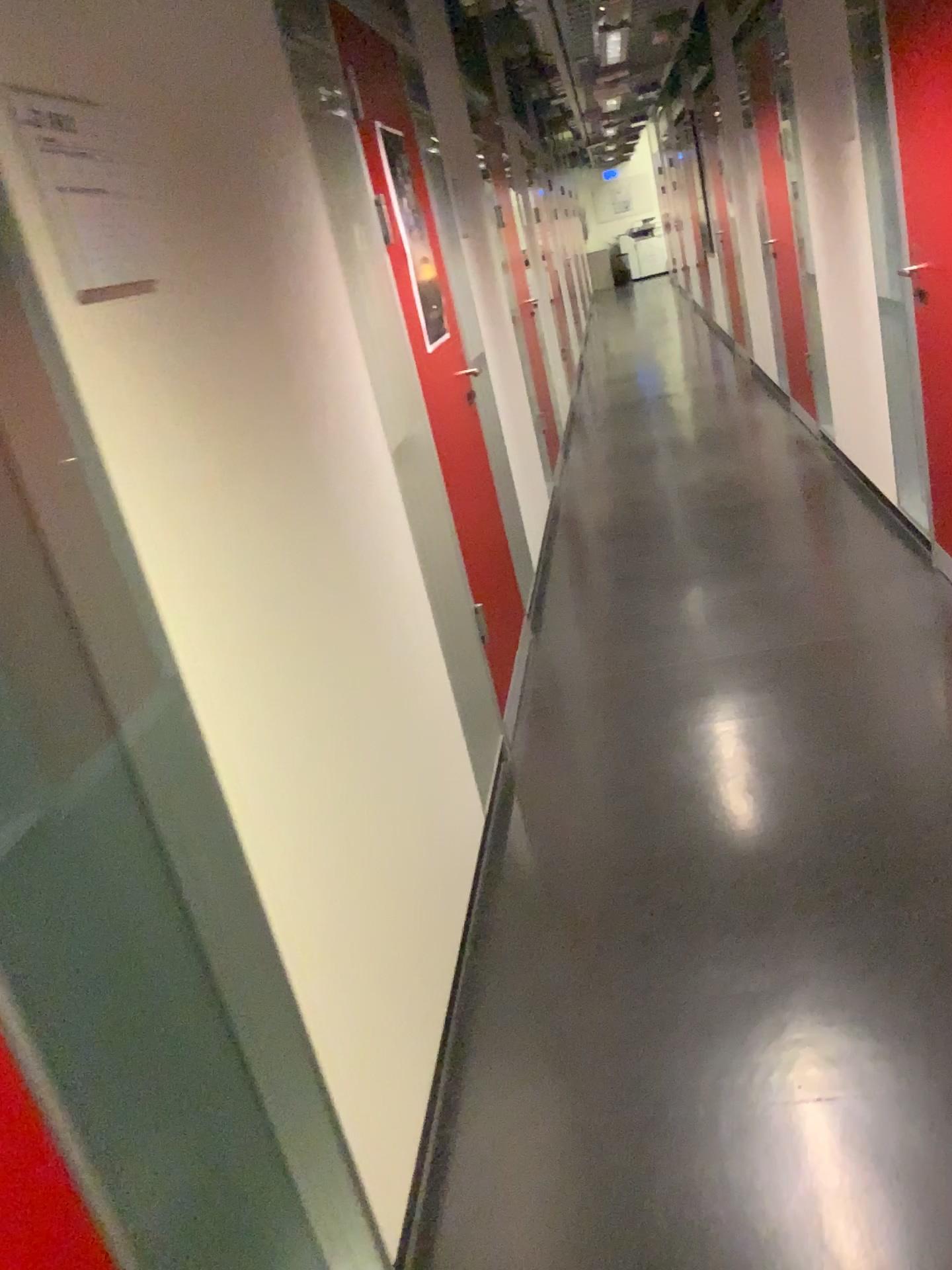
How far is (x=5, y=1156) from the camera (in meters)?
0.81

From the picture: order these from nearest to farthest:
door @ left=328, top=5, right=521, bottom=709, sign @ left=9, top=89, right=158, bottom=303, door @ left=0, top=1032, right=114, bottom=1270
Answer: door @ left=0, top=1032, right=114, bottom=1270 < sign @ left=9, top=89, right=158, bottom=303 < door @ left=328, top=5, right=521, bottom=709

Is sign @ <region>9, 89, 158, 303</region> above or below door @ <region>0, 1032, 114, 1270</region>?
above

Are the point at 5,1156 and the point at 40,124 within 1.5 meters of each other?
yes

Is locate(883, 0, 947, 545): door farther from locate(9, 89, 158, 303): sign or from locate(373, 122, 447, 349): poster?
locate(9, 89, 158, 303): sign

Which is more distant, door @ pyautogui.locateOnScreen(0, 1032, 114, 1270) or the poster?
the poster

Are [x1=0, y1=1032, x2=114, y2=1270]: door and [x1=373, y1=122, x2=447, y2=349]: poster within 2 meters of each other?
no

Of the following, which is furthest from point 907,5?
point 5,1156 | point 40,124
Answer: point 5,1156

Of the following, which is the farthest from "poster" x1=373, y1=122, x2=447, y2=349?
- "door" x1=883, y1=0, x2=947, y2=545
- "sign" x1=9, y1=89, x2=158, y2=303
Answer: "sign" x1=9, y1=89, x2=158, y2=303

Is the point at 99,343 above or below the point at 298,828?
above
